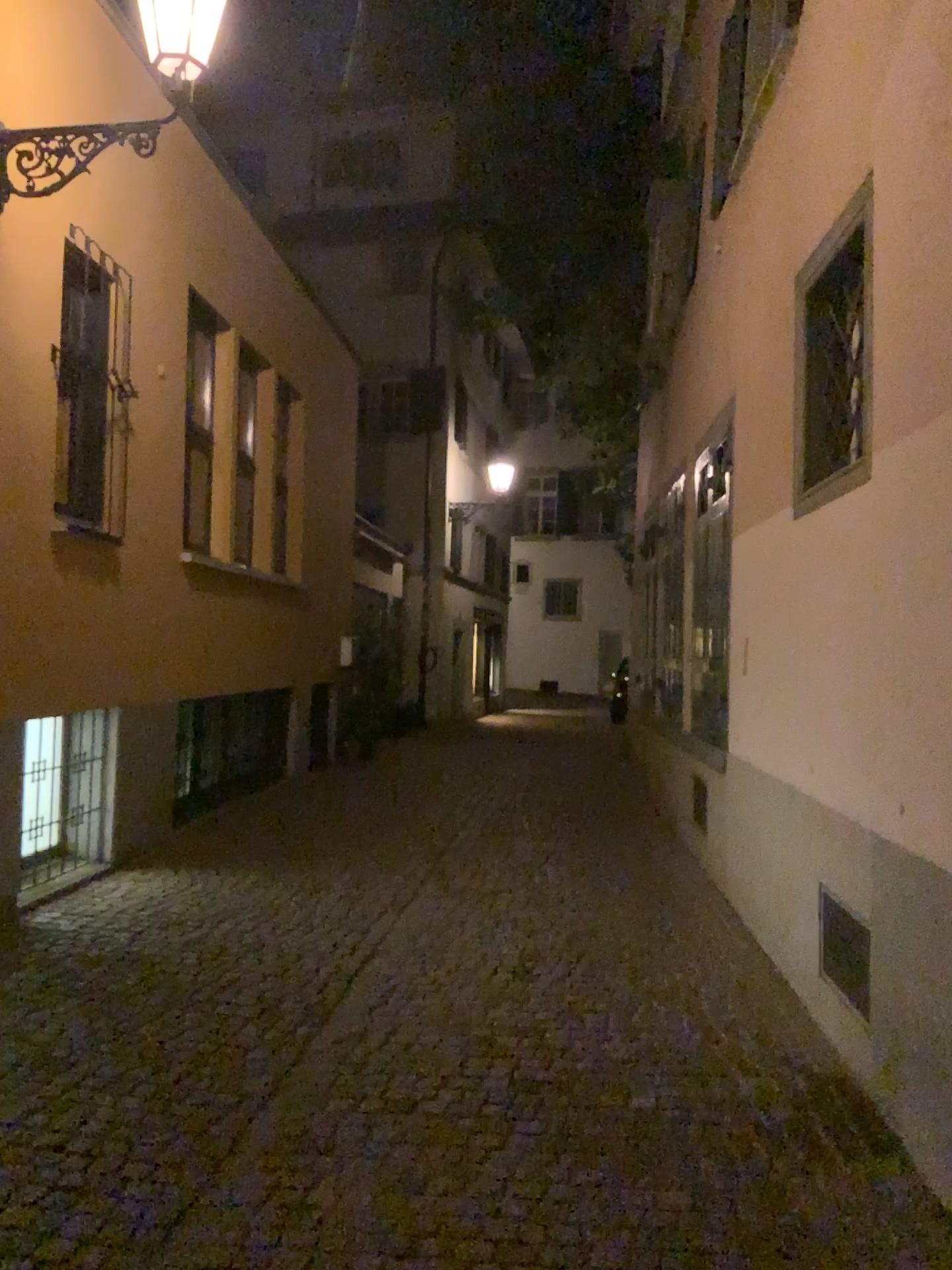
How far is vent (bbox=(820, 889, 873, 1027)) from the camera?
3.6m

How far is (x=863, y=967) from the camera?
3.60m

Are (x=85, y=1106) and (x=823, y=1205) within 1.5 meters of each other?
no
